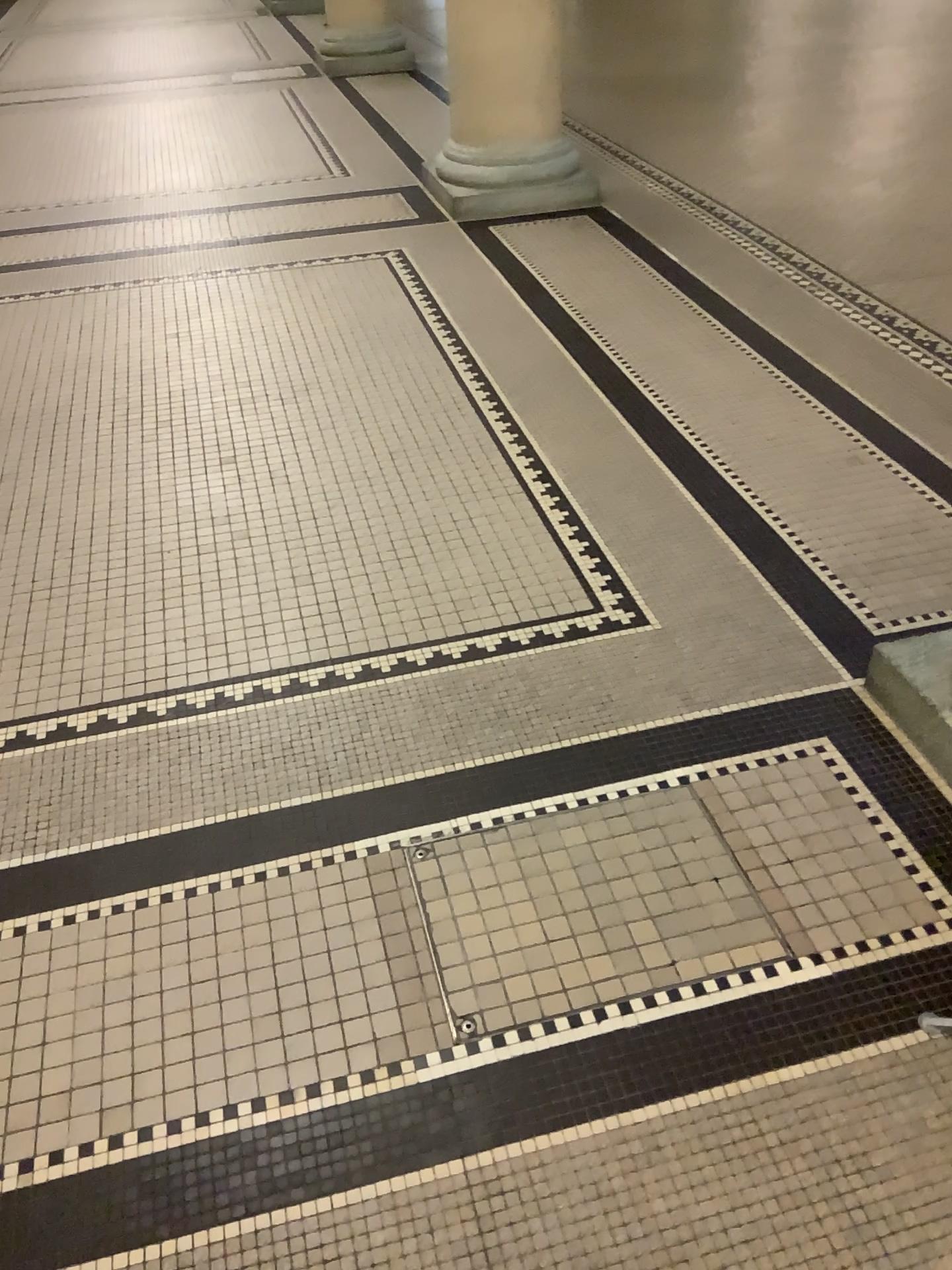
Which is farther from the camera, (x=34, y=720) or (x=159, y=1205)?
(x=34, y=720)

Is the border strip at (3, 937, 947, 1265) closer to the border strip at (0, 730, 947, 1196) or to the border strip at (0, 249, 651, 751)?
the border strip at (0, 730, 947, 1196)

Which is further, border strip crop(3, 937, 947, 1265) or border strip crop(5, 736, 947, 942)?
border strip crop(5, 736, 947, 942)

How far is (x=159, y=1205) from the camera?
1.4m

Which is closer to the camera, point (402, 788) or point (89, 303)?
point (402, 788)

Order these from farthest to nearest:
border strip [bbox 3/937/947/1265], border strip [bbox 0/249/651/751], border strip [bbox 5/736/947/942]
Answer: border strip [bbox 0/249/651/751] < border strip [bbox 5/736/947/942] < border strip [bbox 3/937/947/1265]

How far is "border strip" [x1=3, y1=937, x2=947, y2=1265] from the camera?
1.38m

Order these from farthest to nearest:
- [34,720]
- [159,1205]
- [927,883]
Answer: [34,720], [927,883], [159,1205]

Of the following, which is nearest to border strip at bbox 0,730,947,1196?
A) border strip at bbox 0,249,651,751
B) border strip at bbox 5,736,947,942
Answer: border strip at bbox 5,736,947,942
